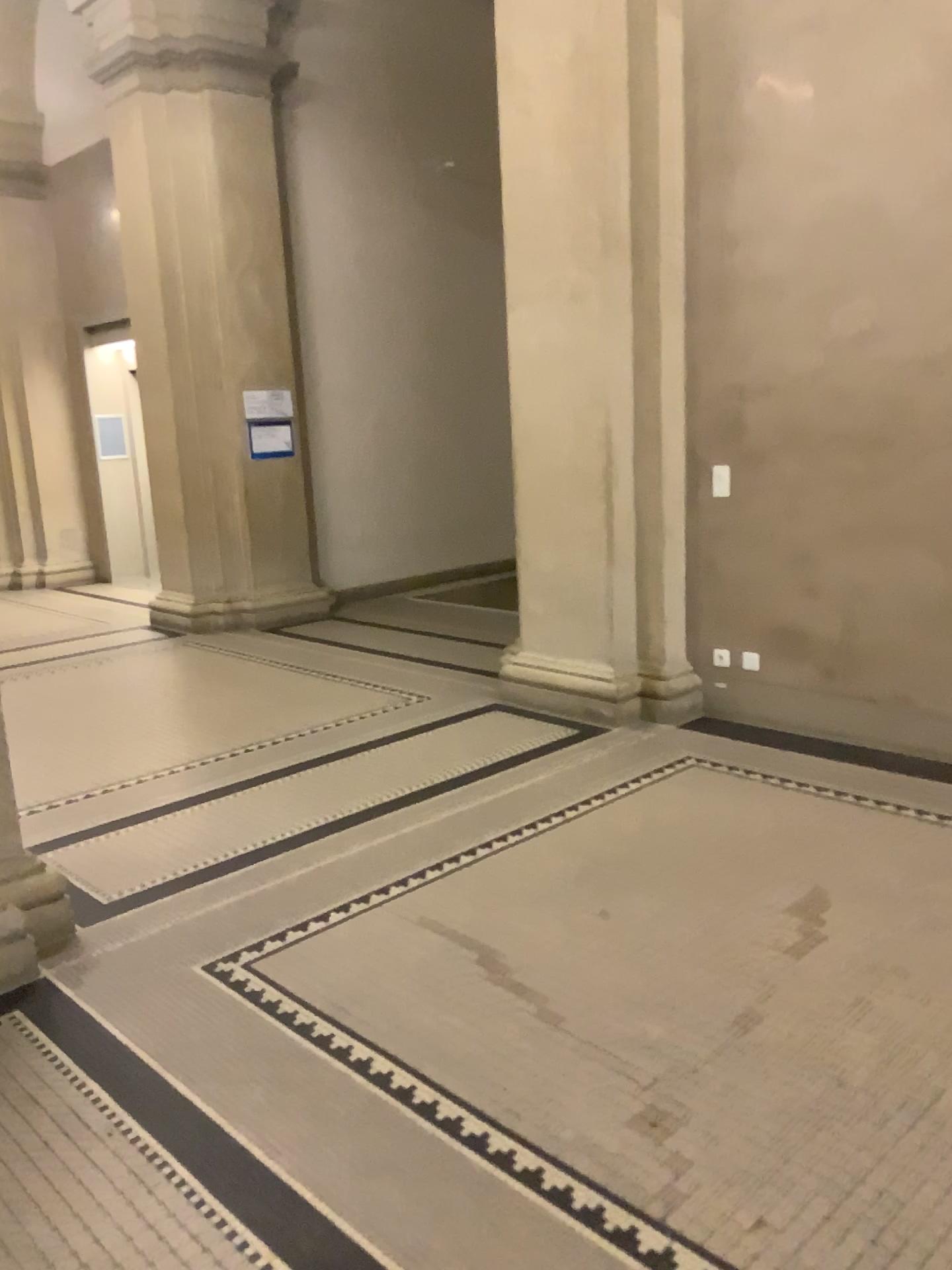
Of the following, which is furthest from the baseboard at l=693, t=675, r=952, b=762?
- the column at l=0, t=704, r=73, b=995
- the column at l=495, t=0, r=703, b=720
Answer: the column at l=0, t=704, r=73, b=995

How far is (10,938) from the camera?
2.92m

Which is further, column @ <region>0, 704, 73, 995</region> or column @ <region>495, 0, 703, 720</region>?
column @ <region>495, 0, 703, 720</region>

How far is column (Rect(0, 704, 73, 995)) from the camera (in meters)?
2.92

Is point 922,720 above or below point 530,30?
below

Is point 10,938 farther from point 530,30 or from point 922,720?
point 530,30

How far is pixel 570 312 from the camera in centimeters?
500cm

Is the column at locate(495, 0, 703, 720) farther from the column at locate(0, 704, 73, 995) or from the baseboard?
the column at locate(0, 704, 73, 995)

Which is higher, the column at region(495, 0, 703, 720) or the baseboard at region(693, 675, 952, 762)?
the column at region(495, 0, 703, 720)
